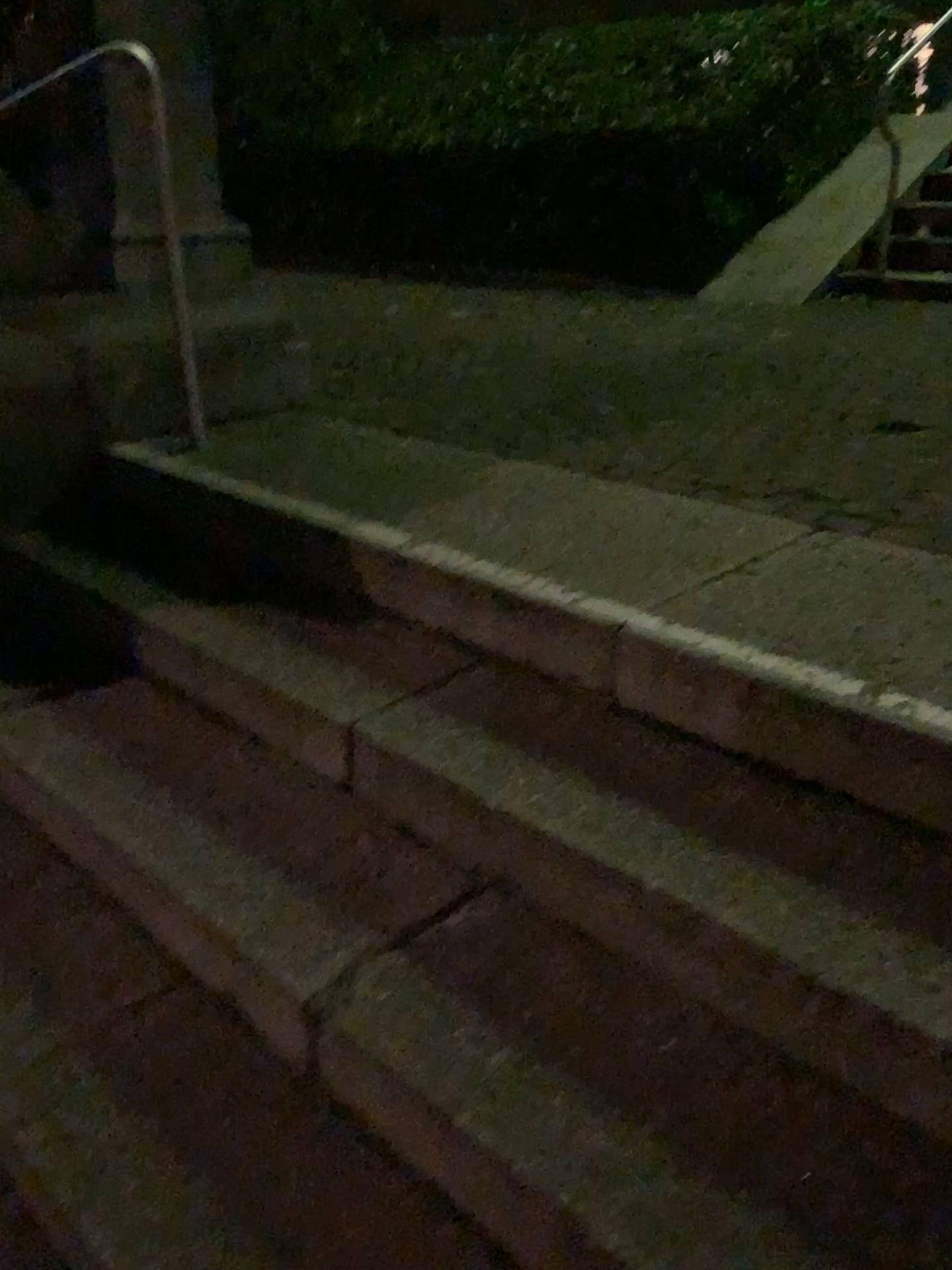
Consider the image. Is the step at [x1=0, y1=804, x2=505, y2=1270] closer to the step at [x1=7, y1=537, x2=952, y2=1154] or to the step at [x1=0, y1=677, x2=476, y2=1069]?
the step at [x1=0, y1=677, x2=476, y2=1069]

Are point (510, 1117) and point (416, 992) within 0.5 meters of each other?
yes

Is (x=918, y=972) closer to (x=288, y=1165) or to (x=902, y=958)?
(x=902, y=958)

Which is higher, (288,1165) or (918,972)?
(918,972)

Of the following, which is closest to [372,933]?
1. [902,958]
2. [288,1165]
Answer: [288,1165]
